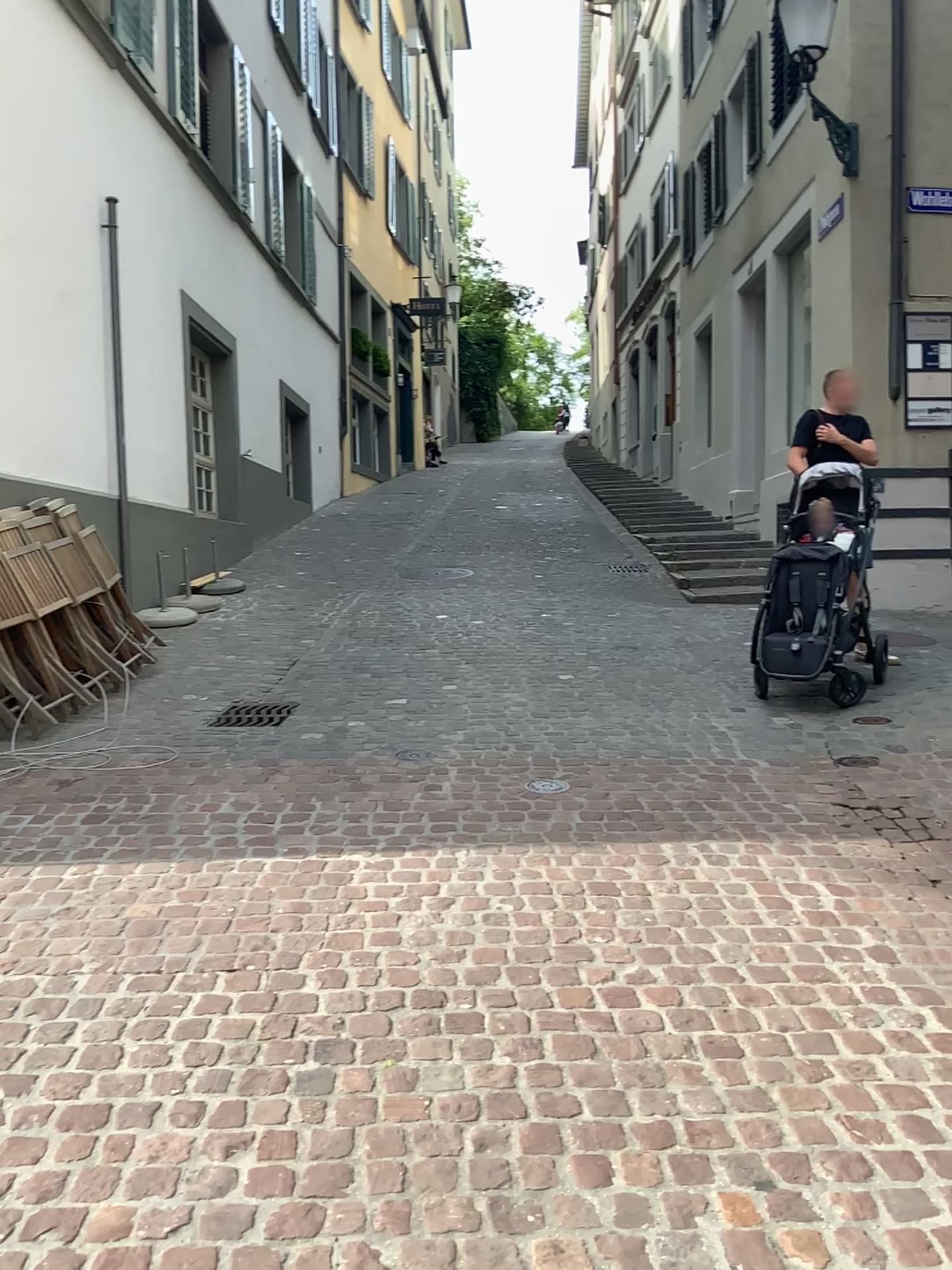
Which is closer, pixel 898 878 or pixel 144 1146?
pixel 144 1146
